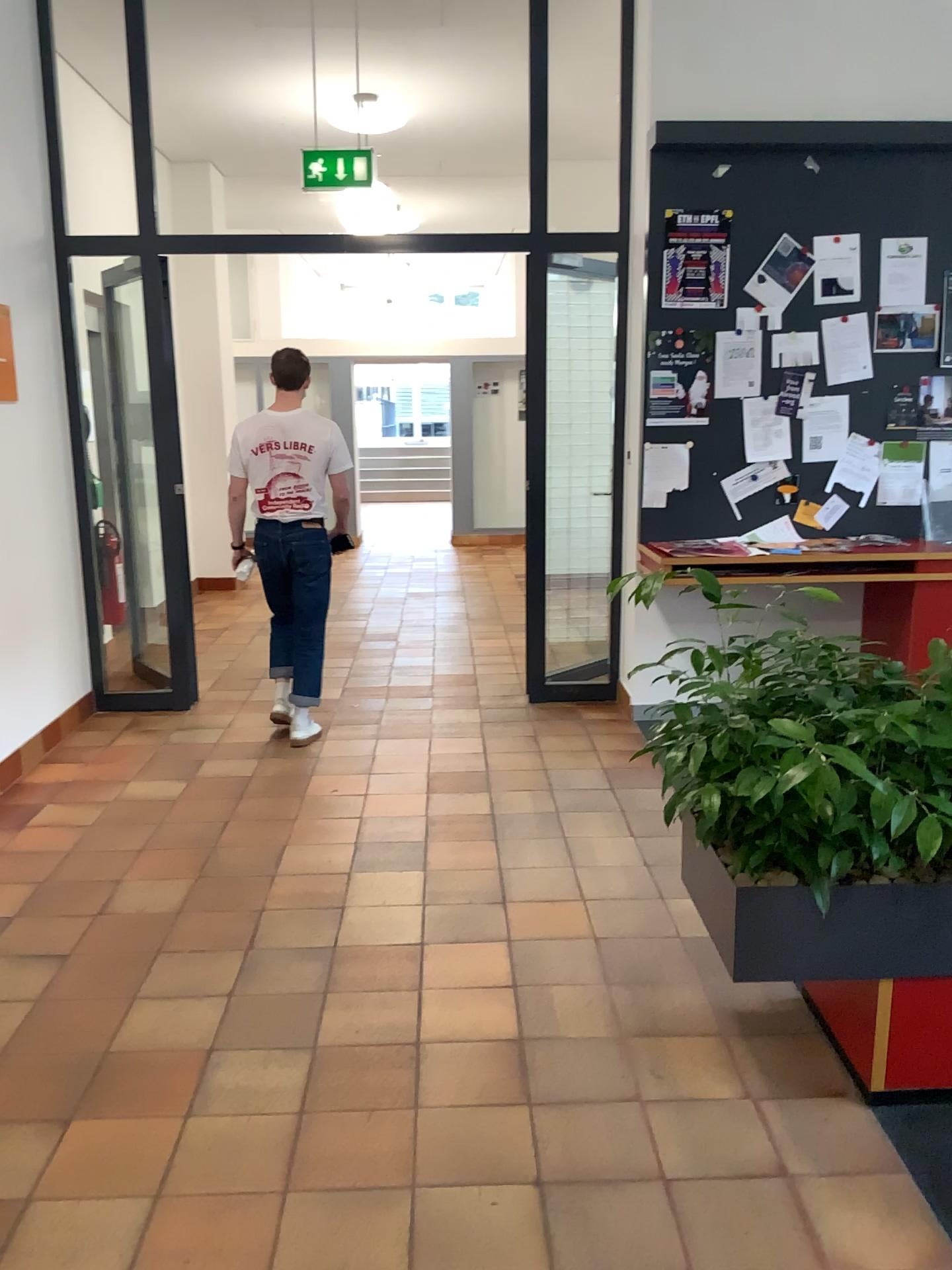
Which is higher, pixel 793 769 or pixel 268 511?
pixel 268 511

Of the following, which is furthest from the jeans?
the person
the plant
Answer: the plant

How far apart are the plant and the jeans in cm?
264

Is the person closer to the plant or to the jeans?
the jeans

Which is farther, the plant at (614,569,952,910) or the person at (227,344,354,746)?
the person at (227,344,354,746)

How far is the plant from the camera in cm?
213

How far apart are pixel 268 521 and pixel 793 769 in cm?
317

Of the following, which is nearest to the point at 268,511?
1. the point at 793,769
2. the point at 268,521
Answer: the point at 268,521

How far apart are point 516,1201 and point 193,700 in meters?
3.7
